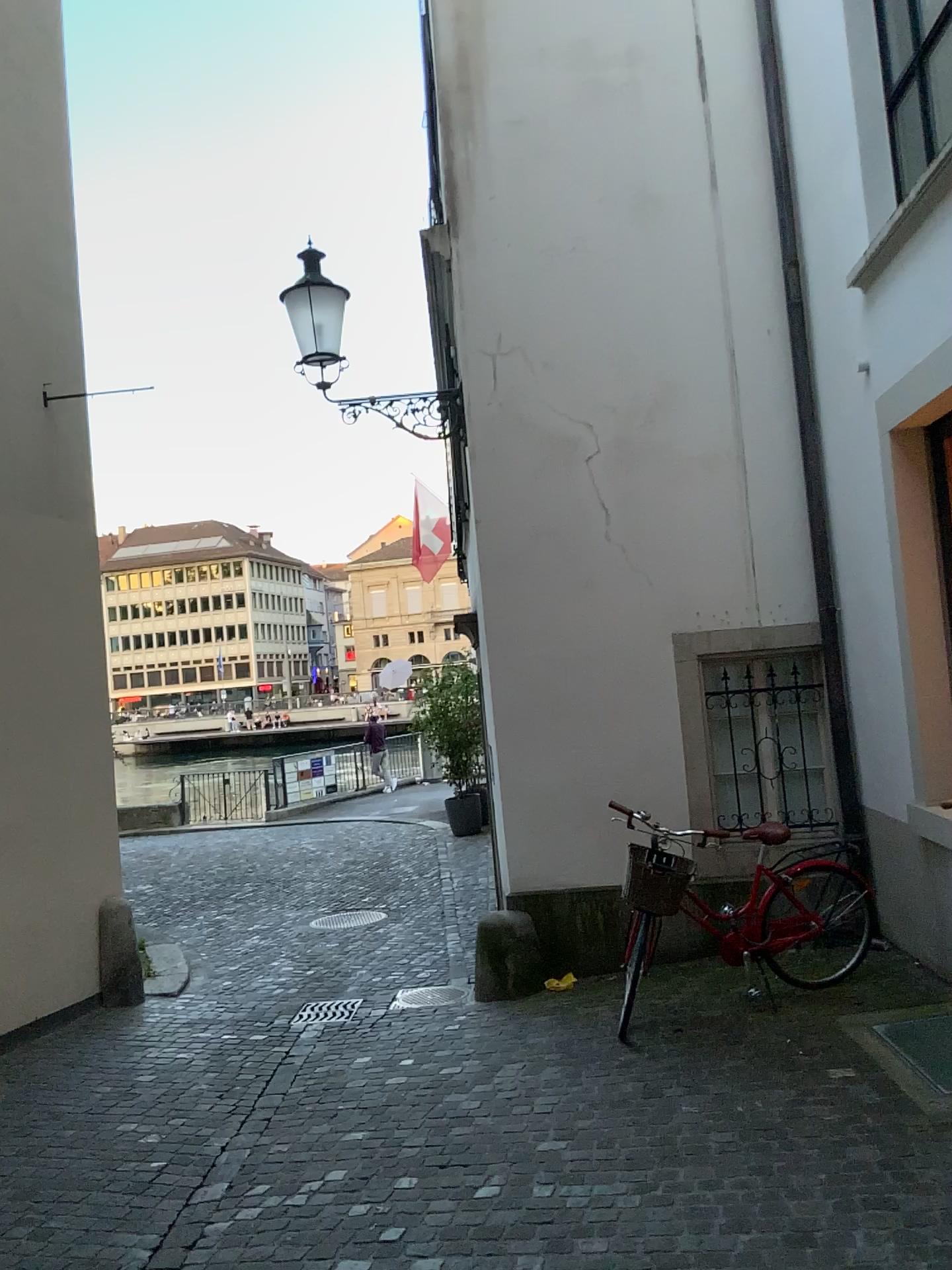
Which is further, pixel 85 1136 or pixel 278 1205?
pixel 85 1136
